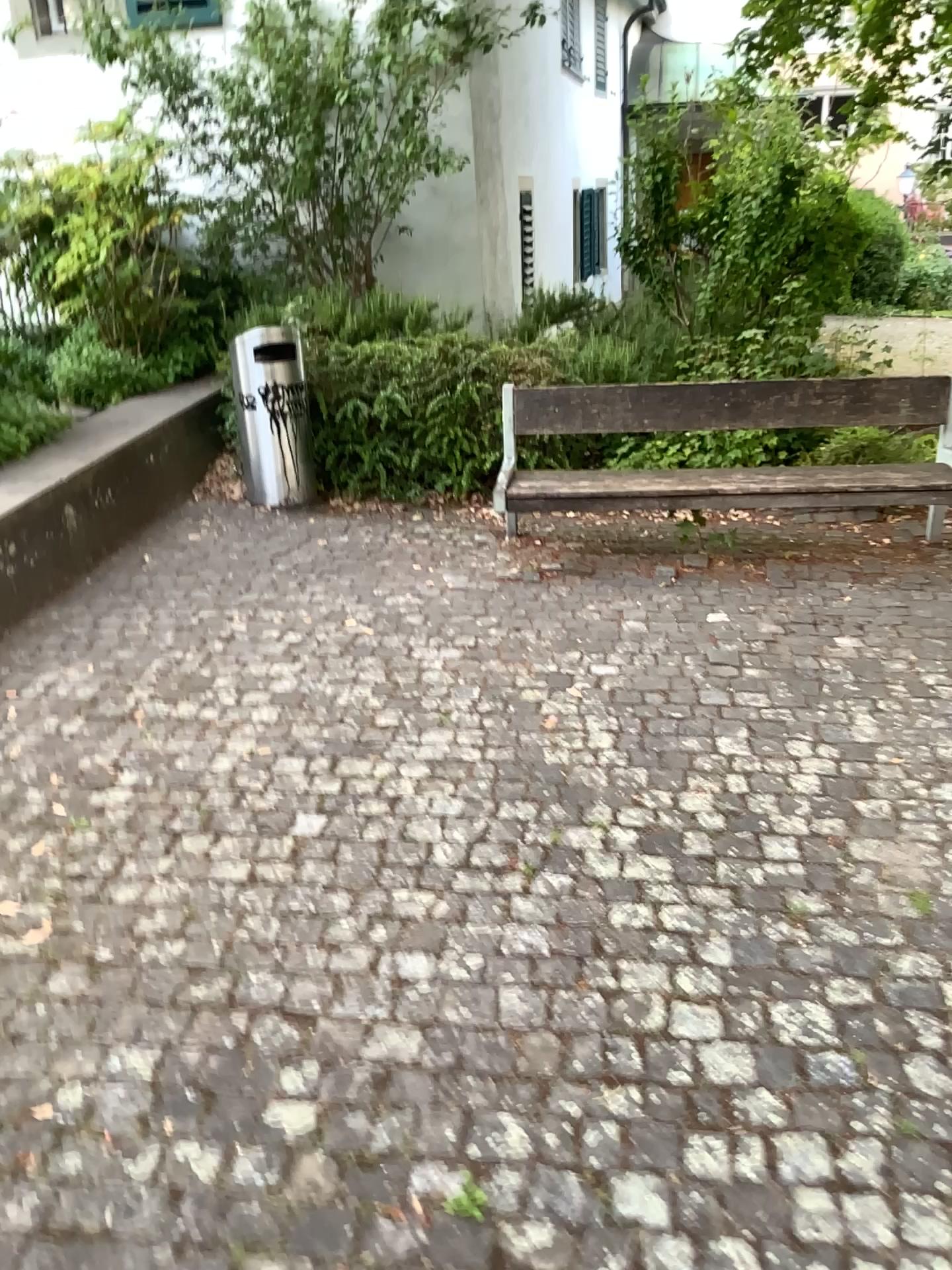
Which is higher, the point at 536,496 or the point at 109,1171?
the point at 536,496
